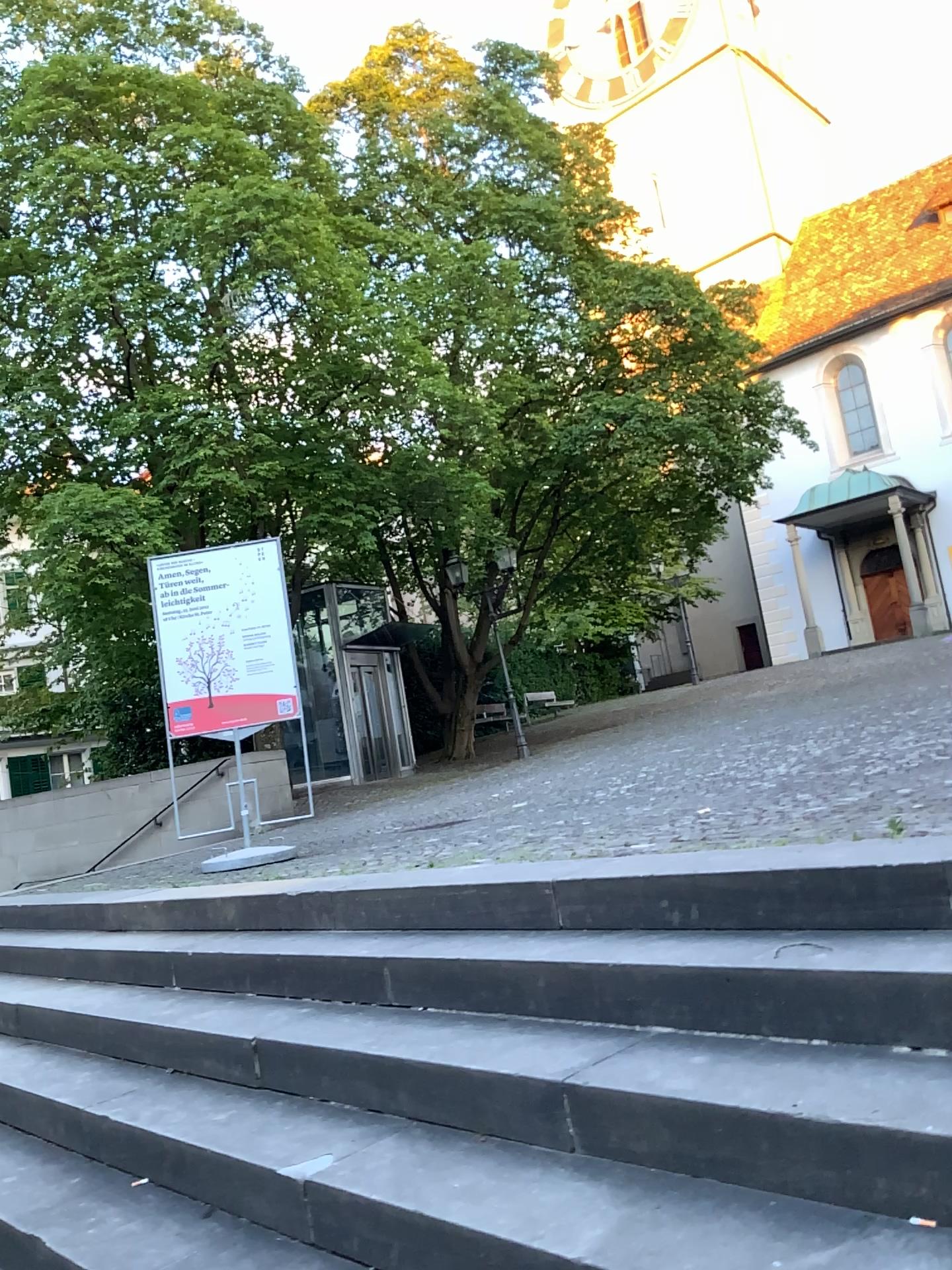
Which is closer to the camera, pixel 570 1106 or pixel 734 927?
pixel 570 1106
